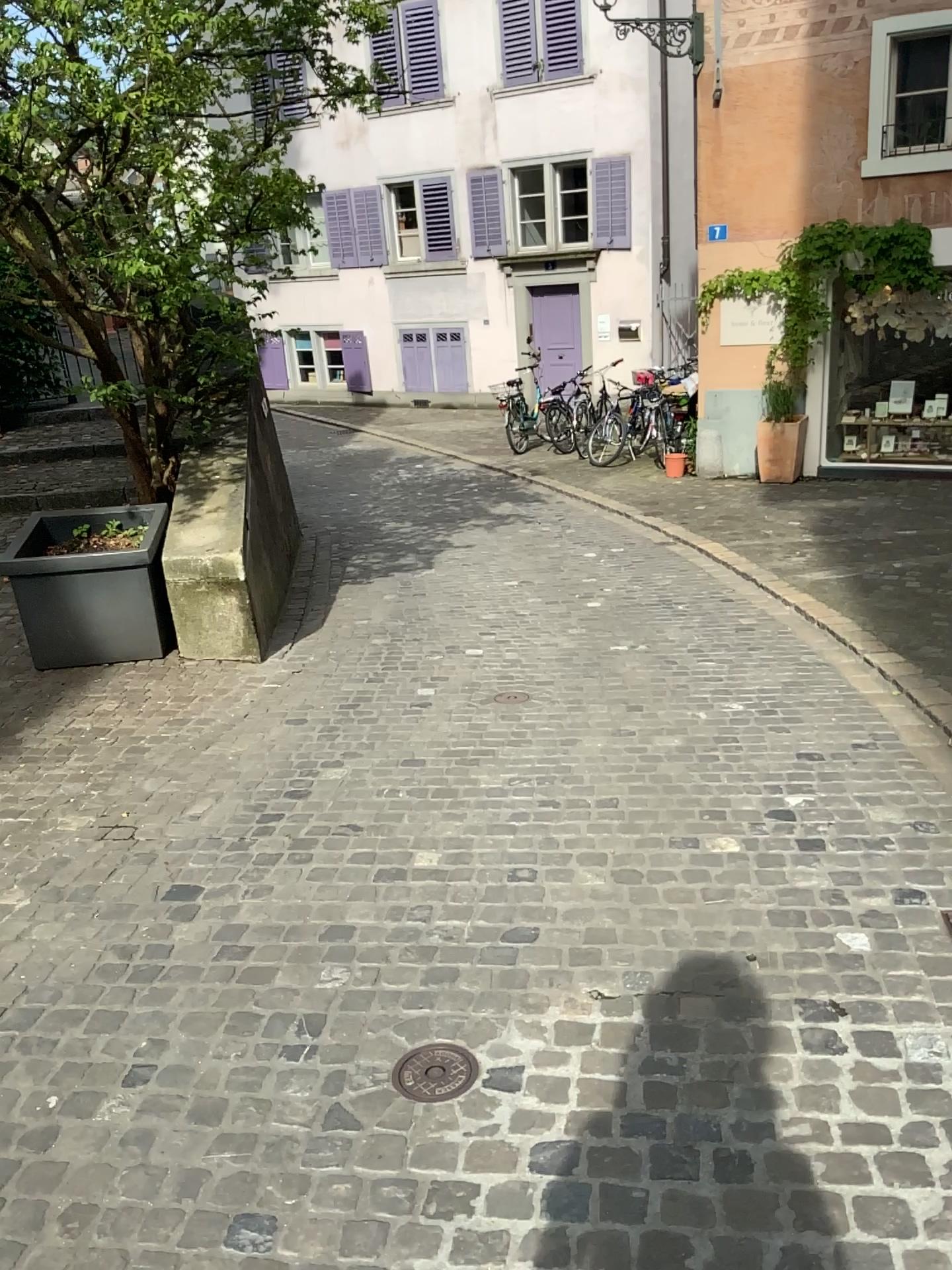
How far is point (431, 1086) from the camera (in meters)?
2.24

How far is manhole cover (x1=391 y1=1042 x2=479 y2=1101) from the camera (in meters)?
2.24

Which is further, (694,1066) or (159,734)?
(159,734)
